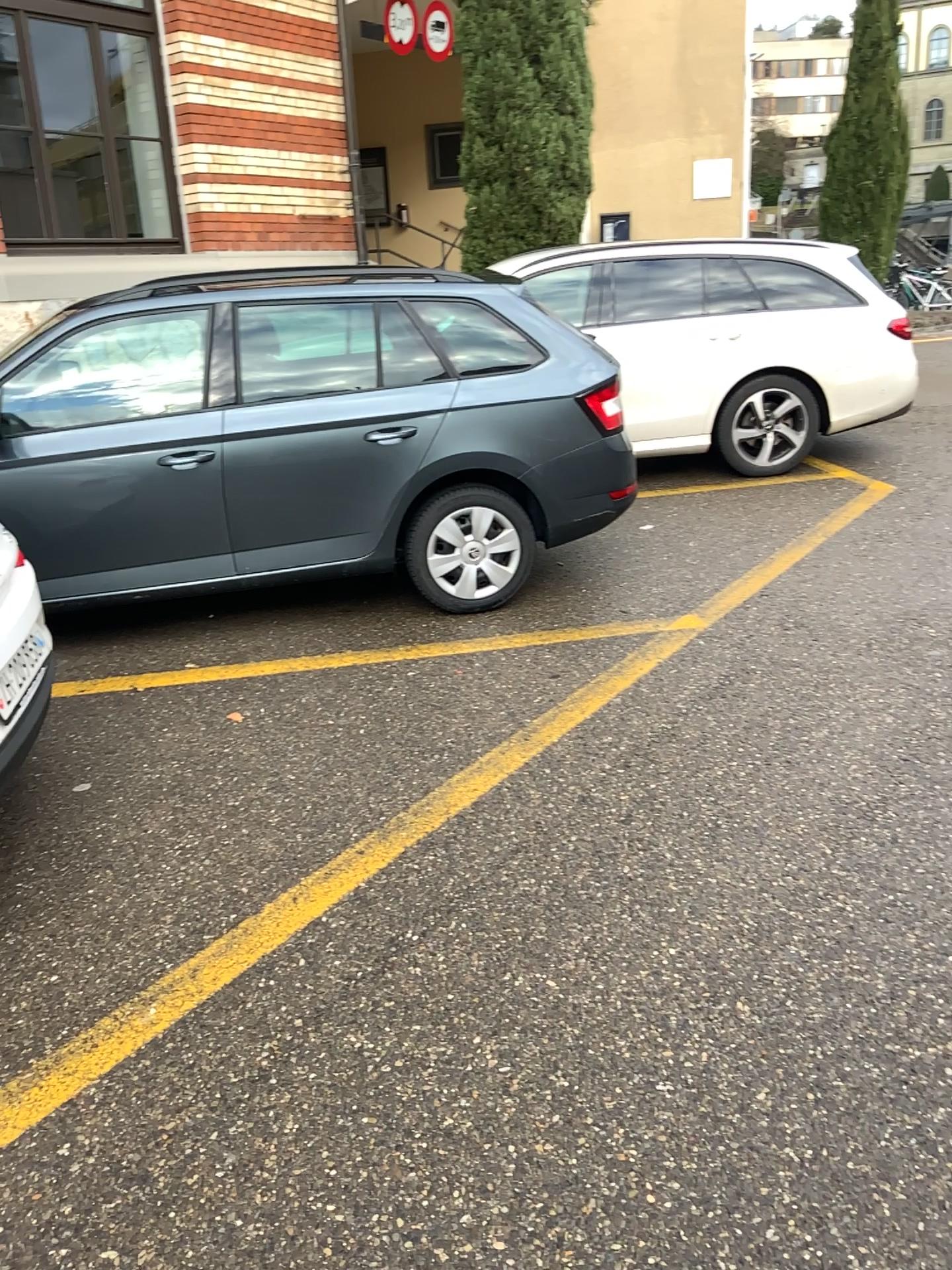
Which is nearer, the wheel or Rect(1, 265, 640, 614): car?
Rect(1, 265, 640, 614): car

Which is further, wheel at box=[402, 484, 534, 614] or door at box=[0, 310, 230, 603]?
wheel at box=[402, 484, 534, 614]

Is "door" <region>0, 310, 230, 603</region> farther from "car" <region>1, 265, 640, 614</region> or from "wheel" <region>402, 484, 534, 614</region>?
"wheel" <region>402, 484, 534, 614</region>

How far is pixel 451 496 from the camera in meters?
4.6 m

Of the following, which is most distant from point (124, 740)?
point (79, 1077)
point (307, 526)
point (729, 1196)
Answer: point (729, 1196)

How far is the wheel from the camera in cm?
457

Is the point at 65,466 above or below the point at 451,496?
above

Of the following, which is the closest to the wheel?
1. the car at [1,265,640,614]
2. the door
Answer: the car at [1,265,640,614]

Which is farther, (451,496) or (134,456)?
(451,496)
